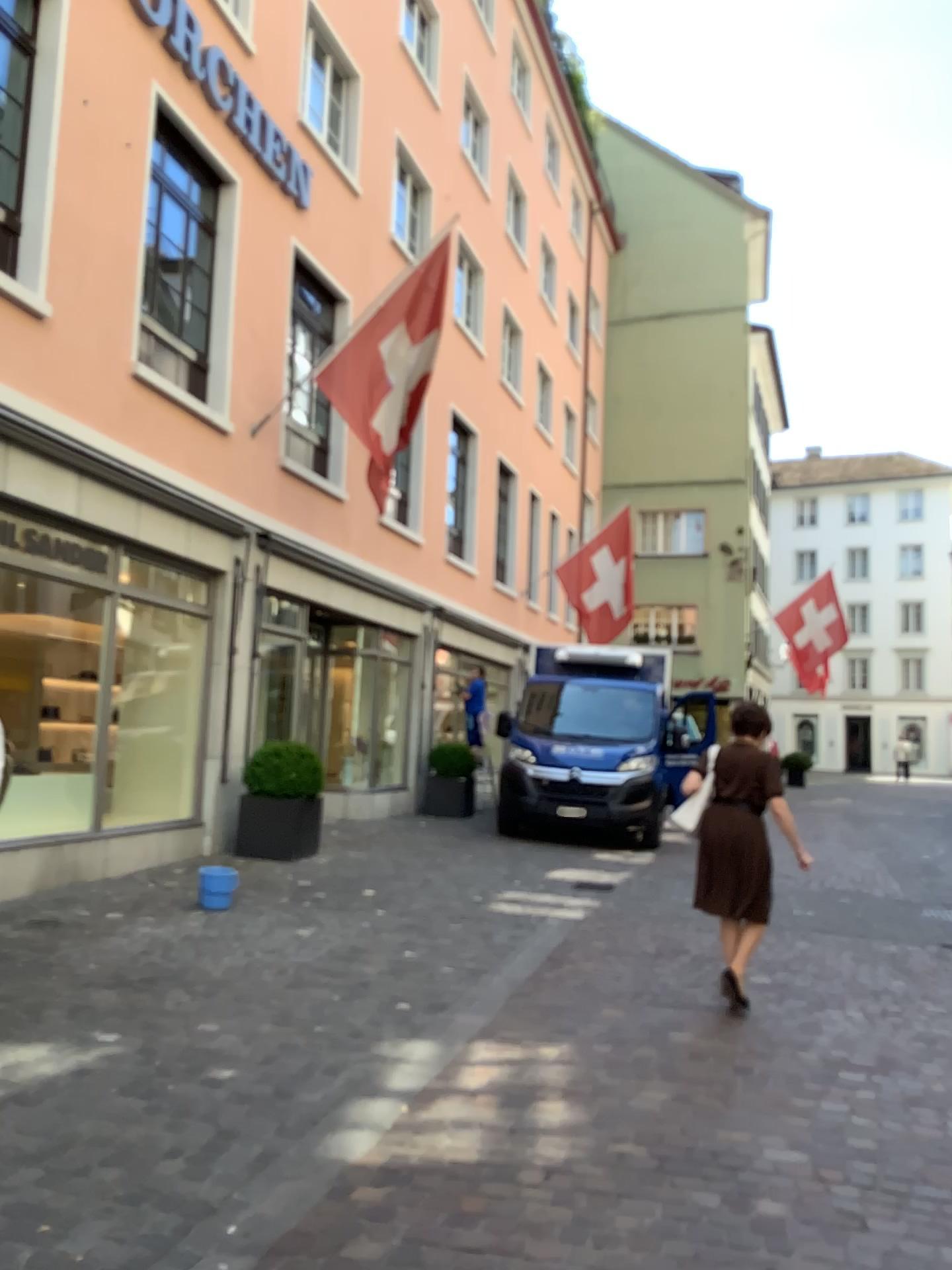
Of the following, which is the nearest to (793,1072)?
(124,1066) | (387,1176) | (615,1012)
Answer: (615,1012)
